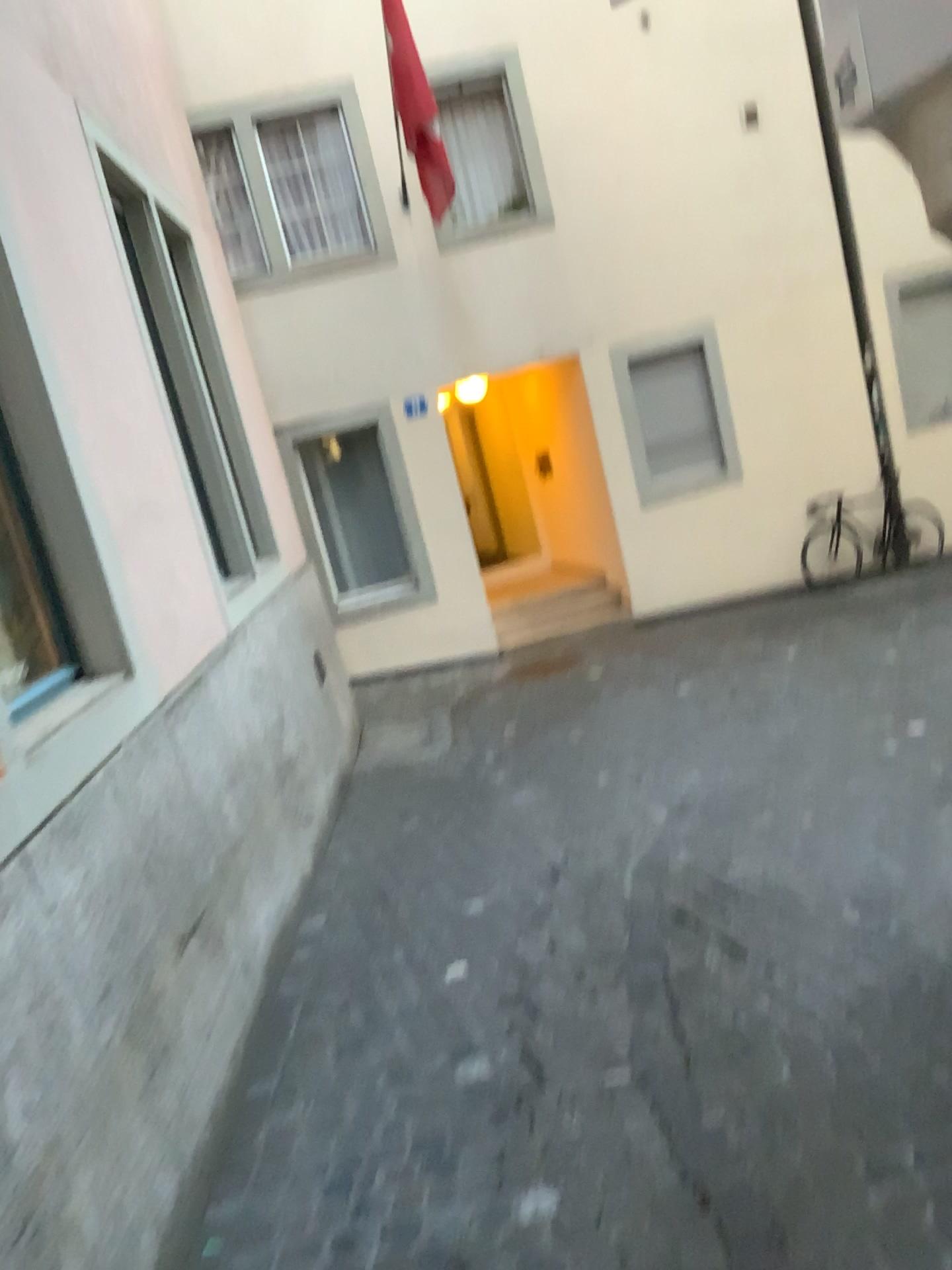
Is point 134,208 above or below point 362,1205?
above
